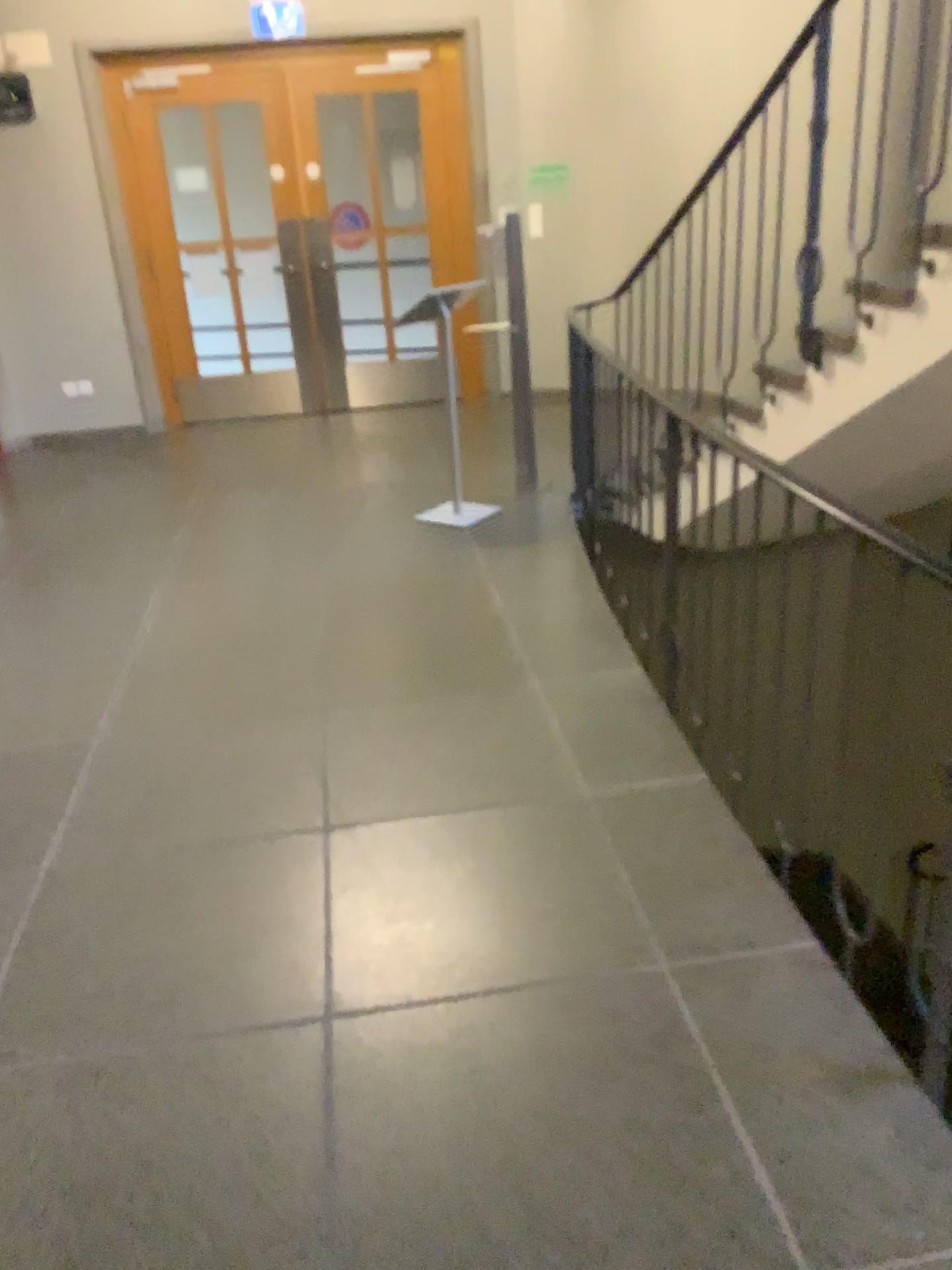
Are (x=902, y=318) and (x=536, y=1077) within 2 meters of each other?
no
